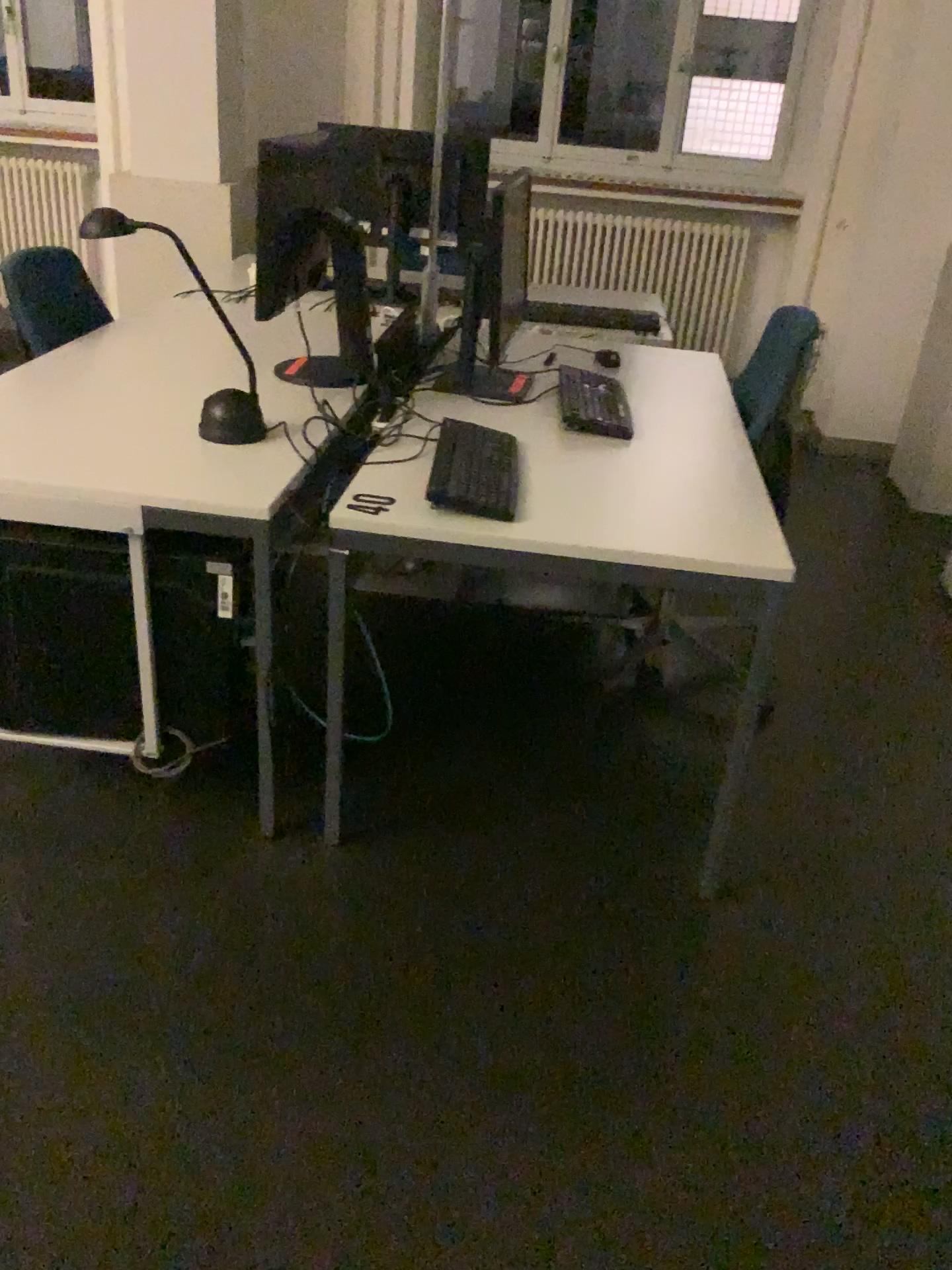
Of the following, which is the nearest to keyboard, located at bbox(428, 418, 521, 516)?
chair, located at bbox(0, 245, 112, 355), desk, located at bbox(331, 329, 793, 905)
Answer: desk, located at bbox(331, 329, 793, 905)

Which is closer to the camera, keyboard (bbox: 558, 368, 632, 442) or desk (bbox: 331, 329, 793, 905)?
desk (bbox: 331, 329, 793, 905)

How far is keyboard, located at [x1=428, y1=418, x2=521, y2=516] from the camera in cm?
194

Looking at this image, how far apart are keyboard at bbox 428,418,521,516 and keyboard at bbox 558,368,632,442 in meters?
0.3

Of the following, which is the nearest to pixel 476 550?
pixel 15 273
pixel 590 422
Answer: pixel 590 422

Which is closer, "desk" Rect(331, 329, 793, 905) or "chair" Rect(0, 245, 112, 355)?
"desk" Rect(331, 329, 793, 905)

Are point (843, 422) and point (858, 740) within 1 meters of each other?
no

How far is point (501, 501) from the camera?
1.94m

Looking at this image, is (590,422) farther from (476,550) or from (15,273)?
(15,273)

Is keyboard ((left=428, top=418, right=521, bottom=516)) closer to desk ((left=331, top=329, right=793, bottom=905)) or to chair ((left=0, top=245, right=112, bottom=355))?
desk ((left=331, top=329, right=793, bottom=905))
